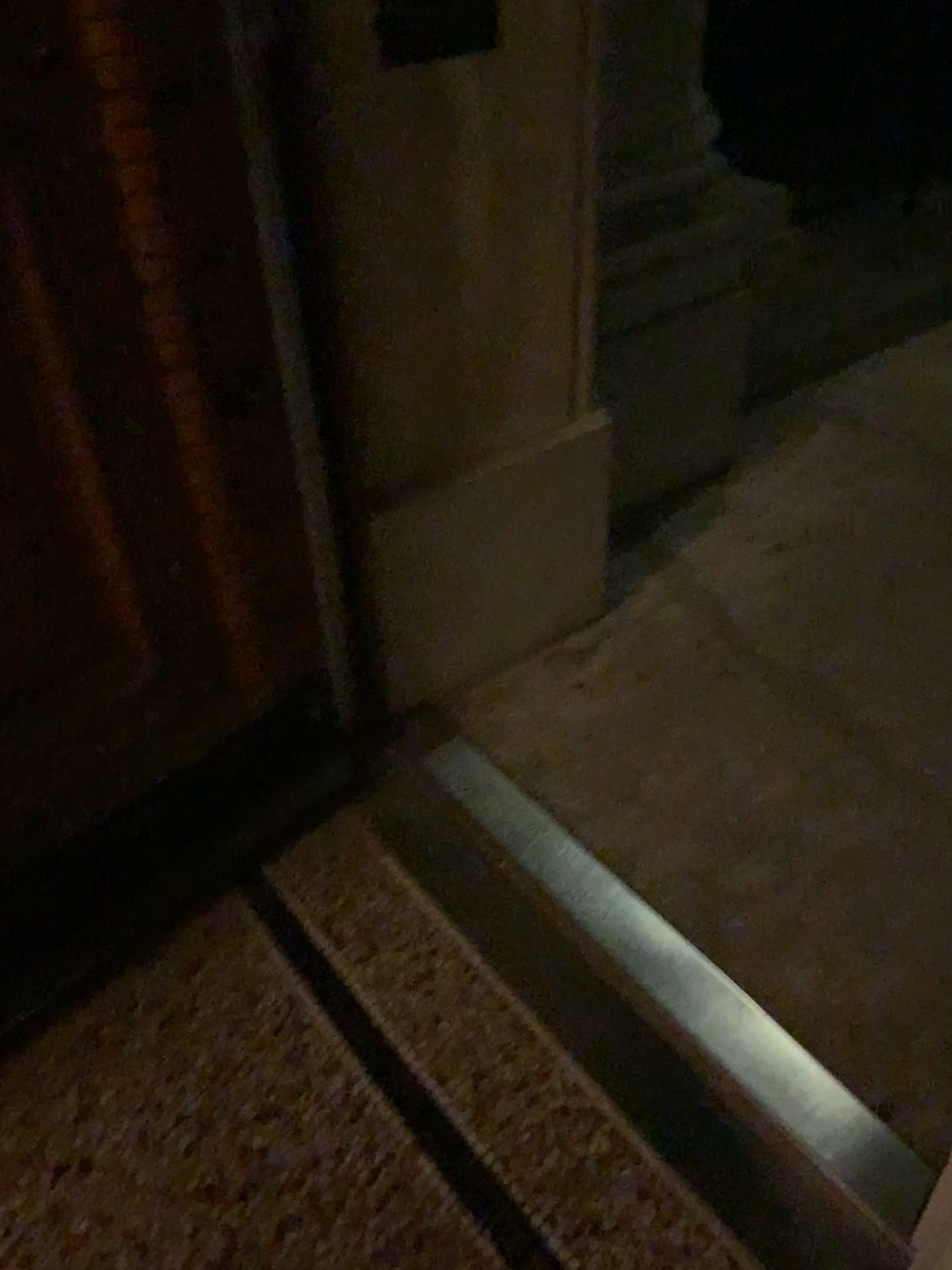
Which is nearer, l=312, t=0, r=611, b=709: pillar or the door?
the door

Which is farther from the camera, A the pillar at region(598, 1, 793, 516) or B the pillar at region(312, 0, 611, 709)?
A the pillar at region(598, 1, 793, 516)

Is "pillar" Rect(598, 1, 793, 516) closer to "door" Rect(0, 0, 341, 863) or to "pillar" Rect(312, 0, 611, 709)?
"pillar" Rect(312, 0, 611, 709)

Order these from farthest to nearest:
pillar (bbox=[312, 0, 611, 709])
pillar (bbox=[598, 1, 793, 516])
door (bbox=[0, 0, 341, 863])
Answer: pillar (bbox=[598, 1, 793, 516]) < pillar (bbox=[312, 0, 611, 709]) < door (bbox=[0, 0, 341, 863])

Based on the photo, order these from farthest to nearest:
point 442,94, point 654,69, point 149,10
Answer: point 654,69
point 442,94
point 149,10

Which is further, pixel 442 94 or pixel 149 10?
pixel 442 94

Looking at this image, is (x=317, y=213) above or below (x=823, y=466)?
above

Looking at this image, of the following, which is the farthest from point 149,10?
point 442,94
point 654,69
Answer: point 654,69

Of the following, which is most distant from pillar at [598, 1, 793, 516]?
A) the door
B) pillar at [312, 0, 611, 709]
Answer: the door
